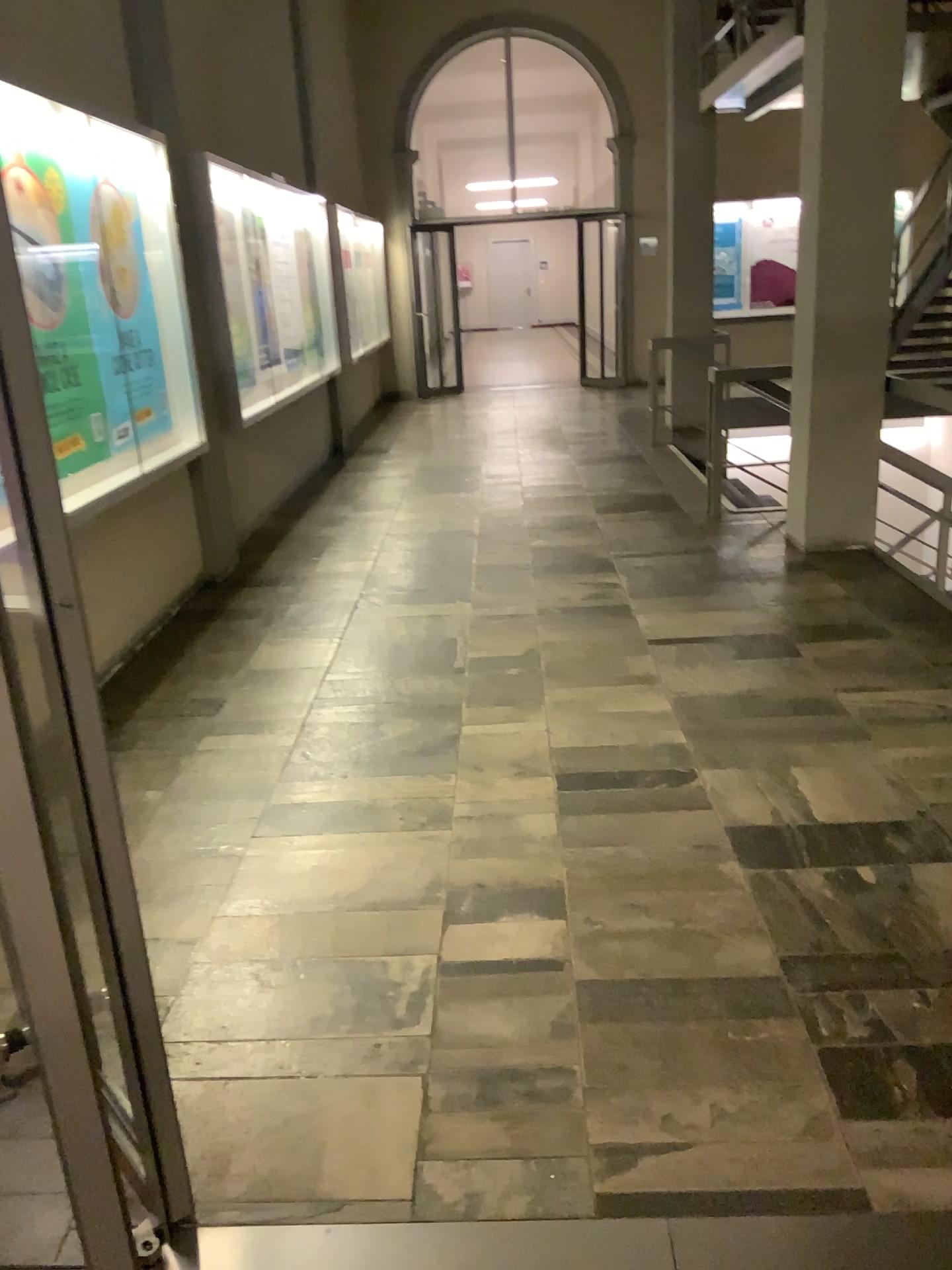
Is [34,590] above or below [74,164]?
below

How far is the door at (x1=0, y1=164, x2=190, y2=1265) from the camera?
1.3 meters

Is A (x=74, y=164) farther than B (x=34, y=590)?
Yes

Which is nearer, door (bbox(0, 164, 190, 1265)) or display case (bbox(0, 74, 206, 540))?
door (bbox(0, 164, 190, 1265))

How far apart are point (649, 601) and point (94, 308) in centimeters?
271cm

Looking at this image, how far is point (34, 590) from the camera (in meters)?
1.34
